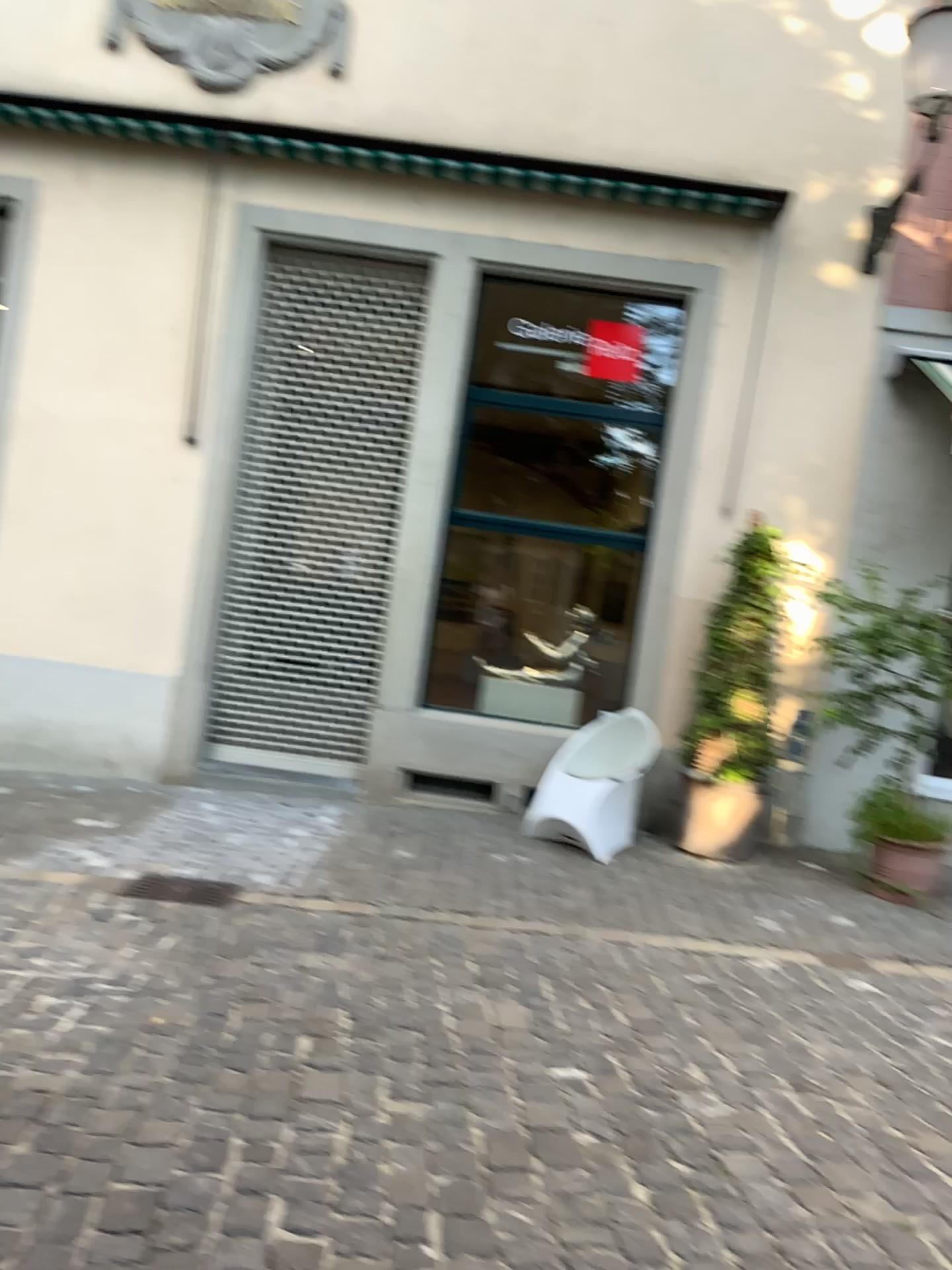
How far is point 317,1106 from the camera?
2.87m
